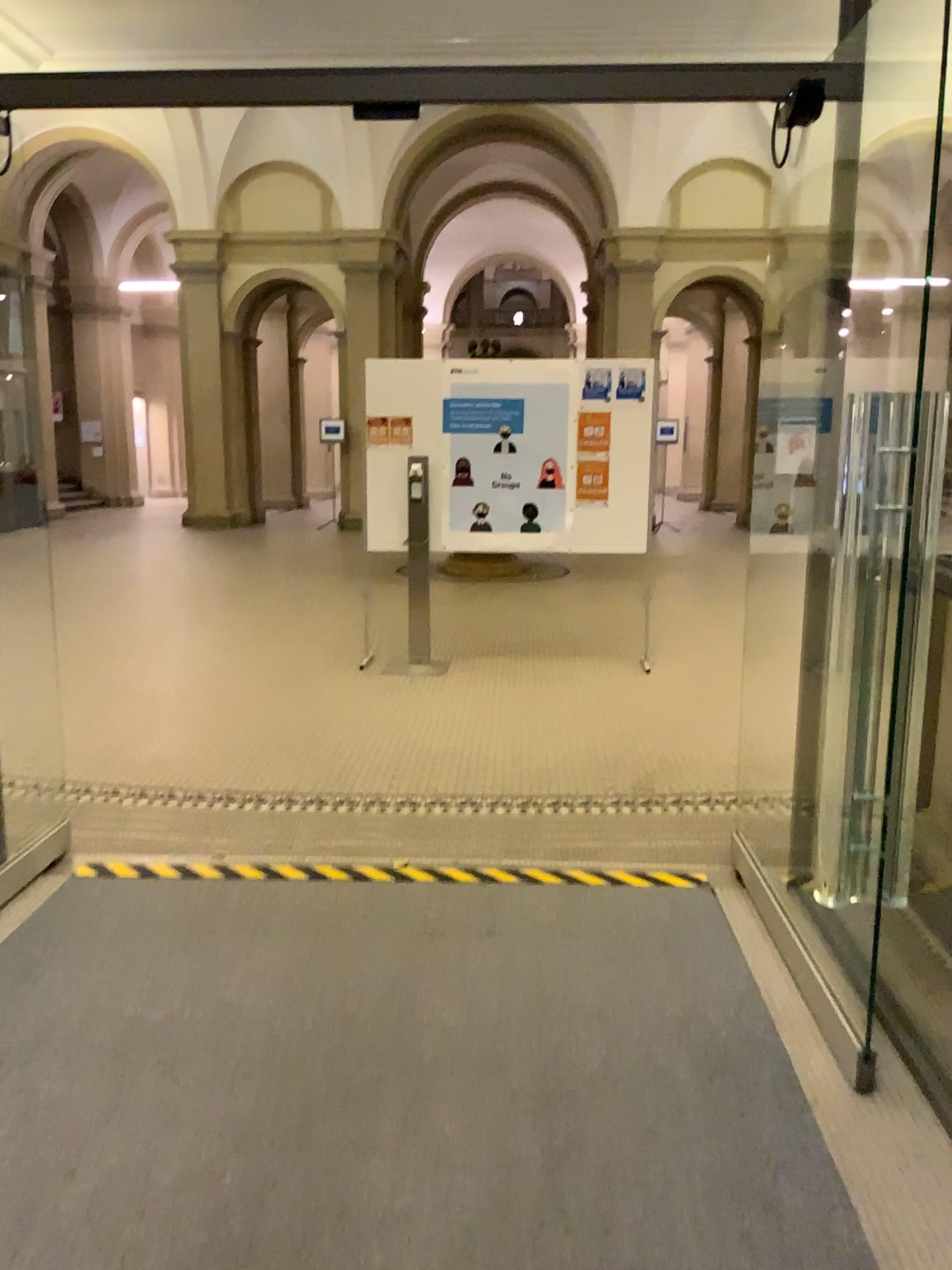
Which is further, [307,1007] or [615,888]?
[615,888]
